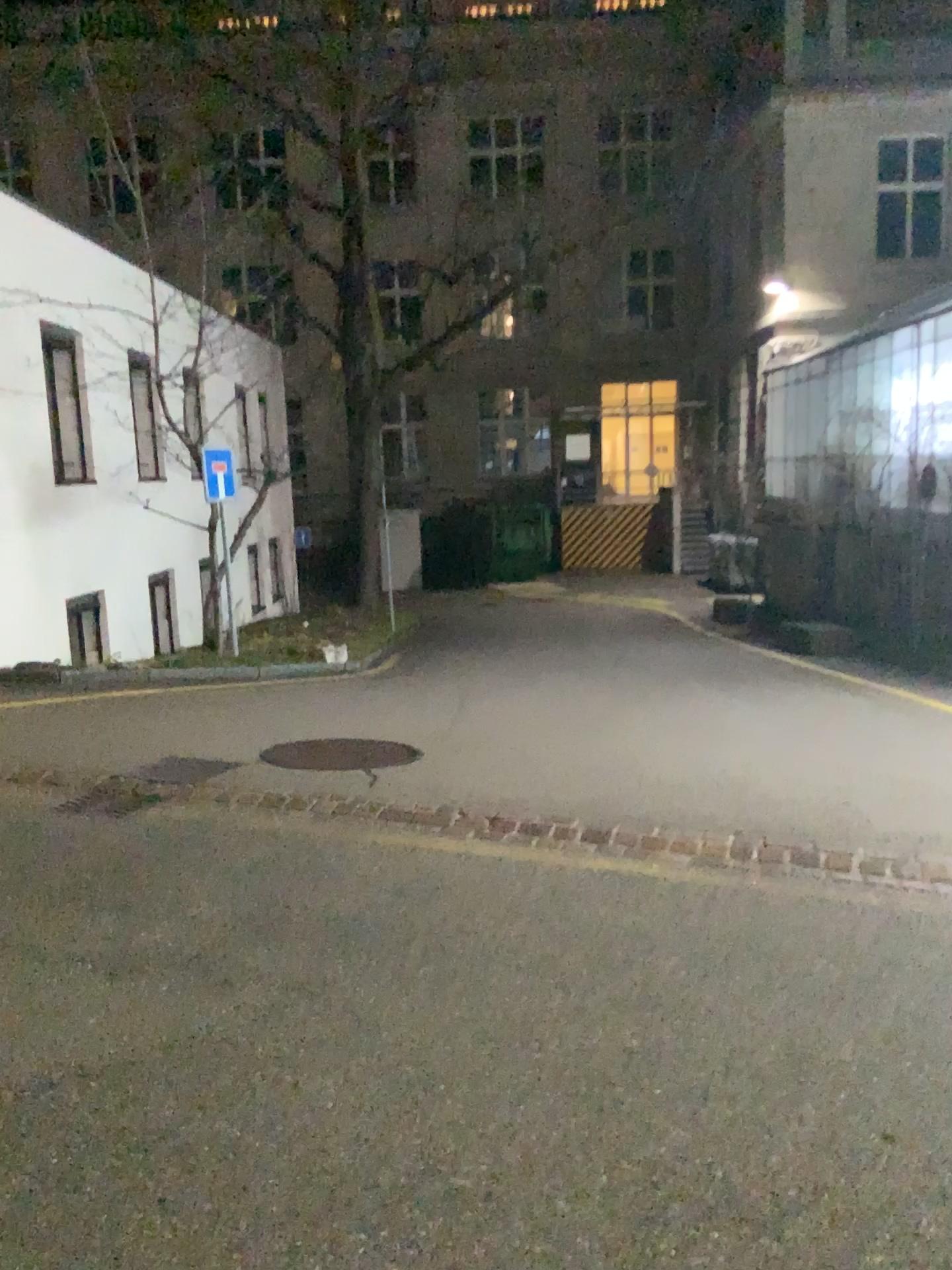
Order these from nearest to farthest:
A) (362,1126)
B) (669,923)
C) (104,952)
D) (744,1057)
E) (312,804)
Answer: (362,1126) → (744,1057) → (104,952) → (669,923) → (312,804)
